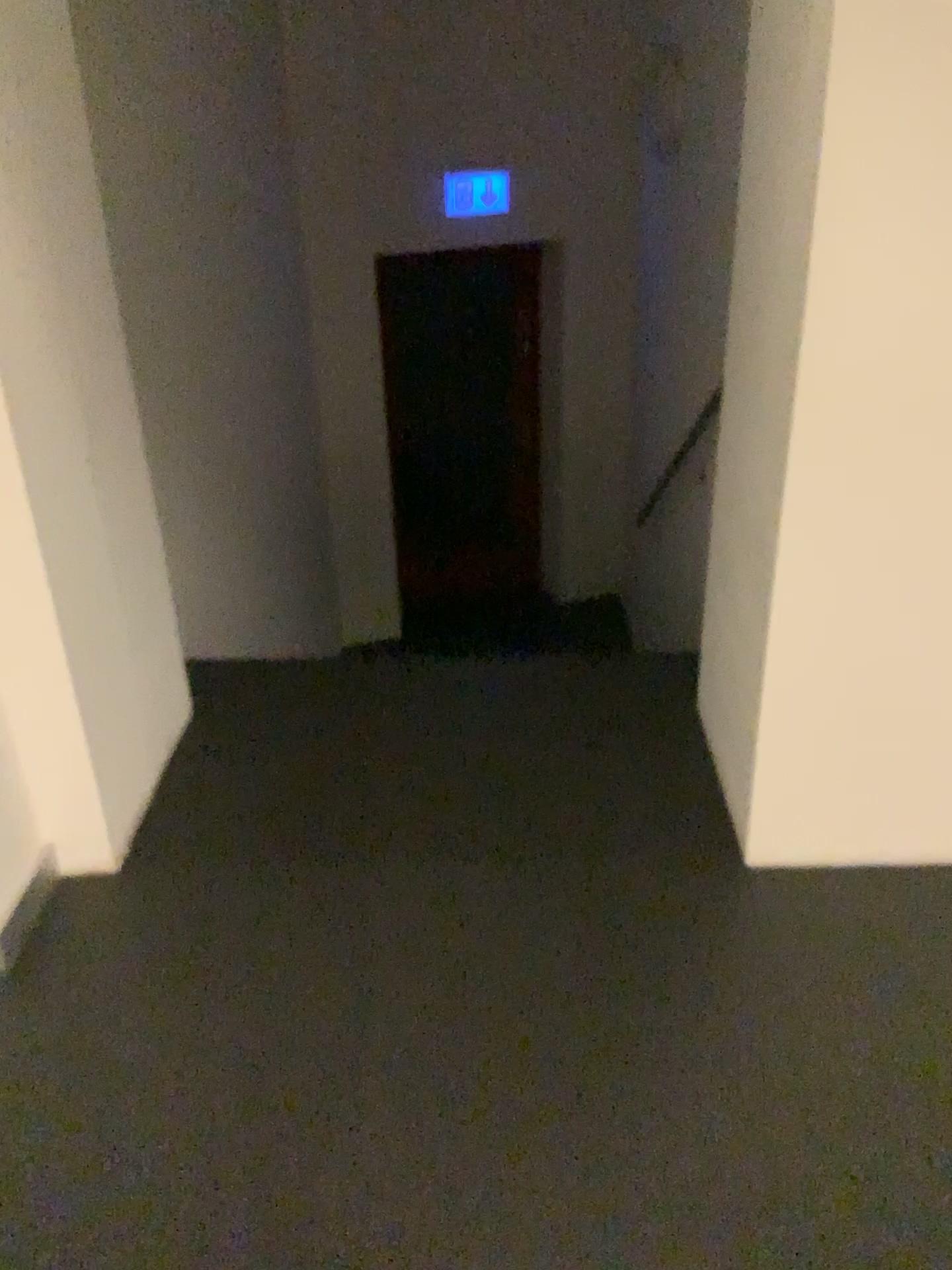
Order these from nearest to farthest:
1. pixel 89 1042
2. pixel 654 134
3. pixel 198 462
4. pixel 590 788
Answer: pixel 89 1042, pixel 590 788, pixel 198 462, pixel 654 134
